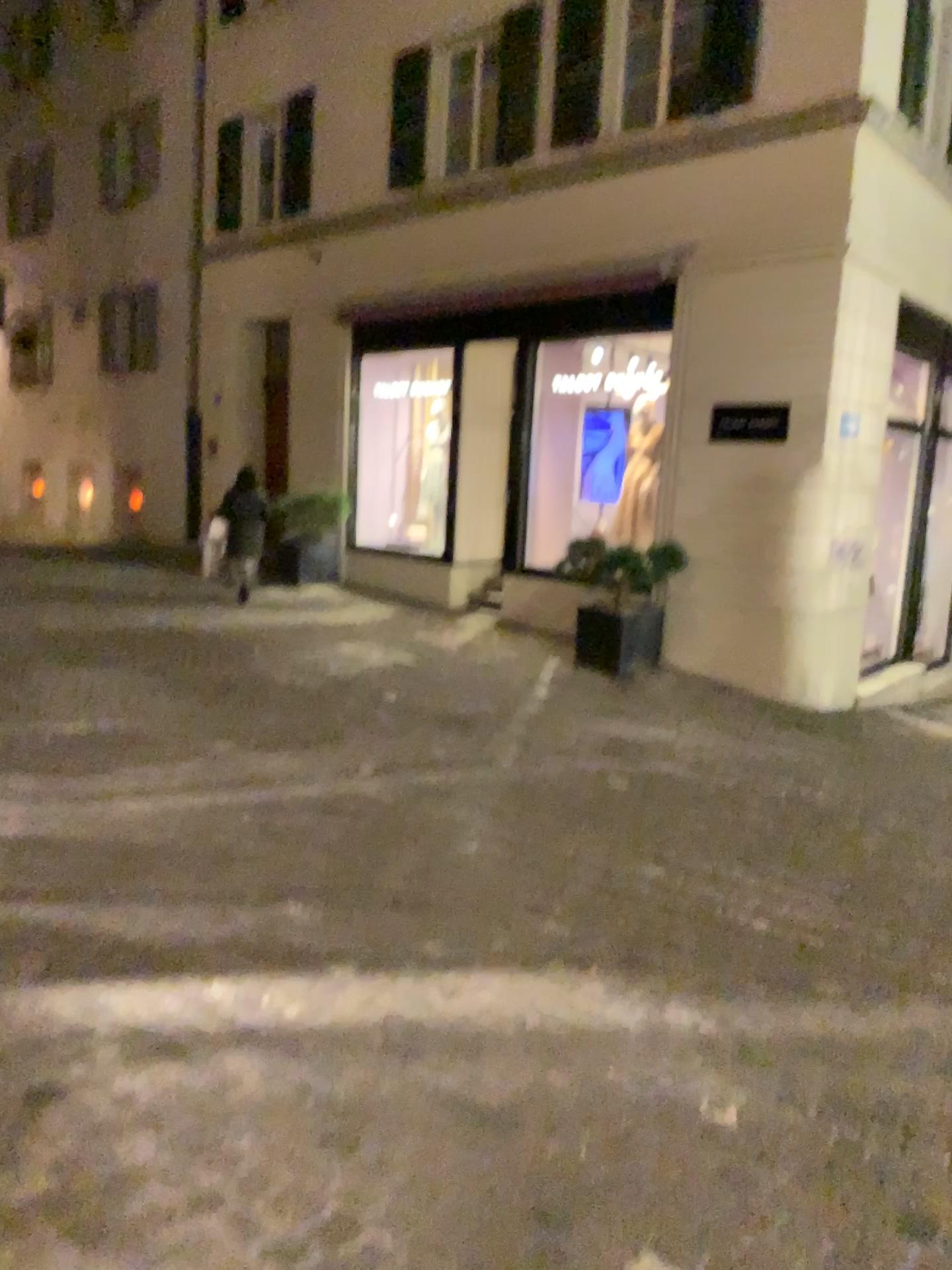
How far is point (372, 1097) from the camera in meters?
2.4
